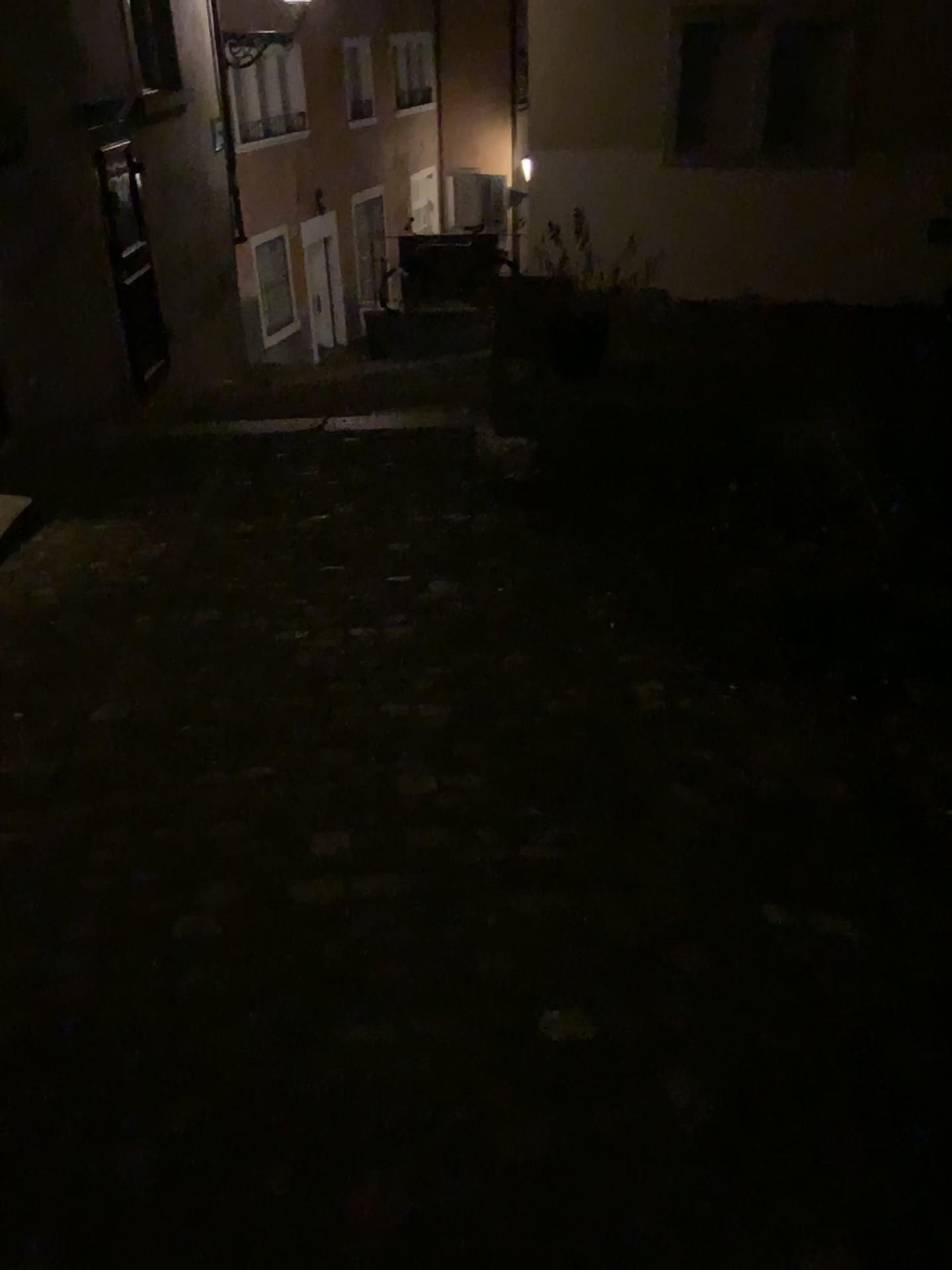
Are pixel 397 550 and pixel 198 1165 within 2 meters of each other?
no
